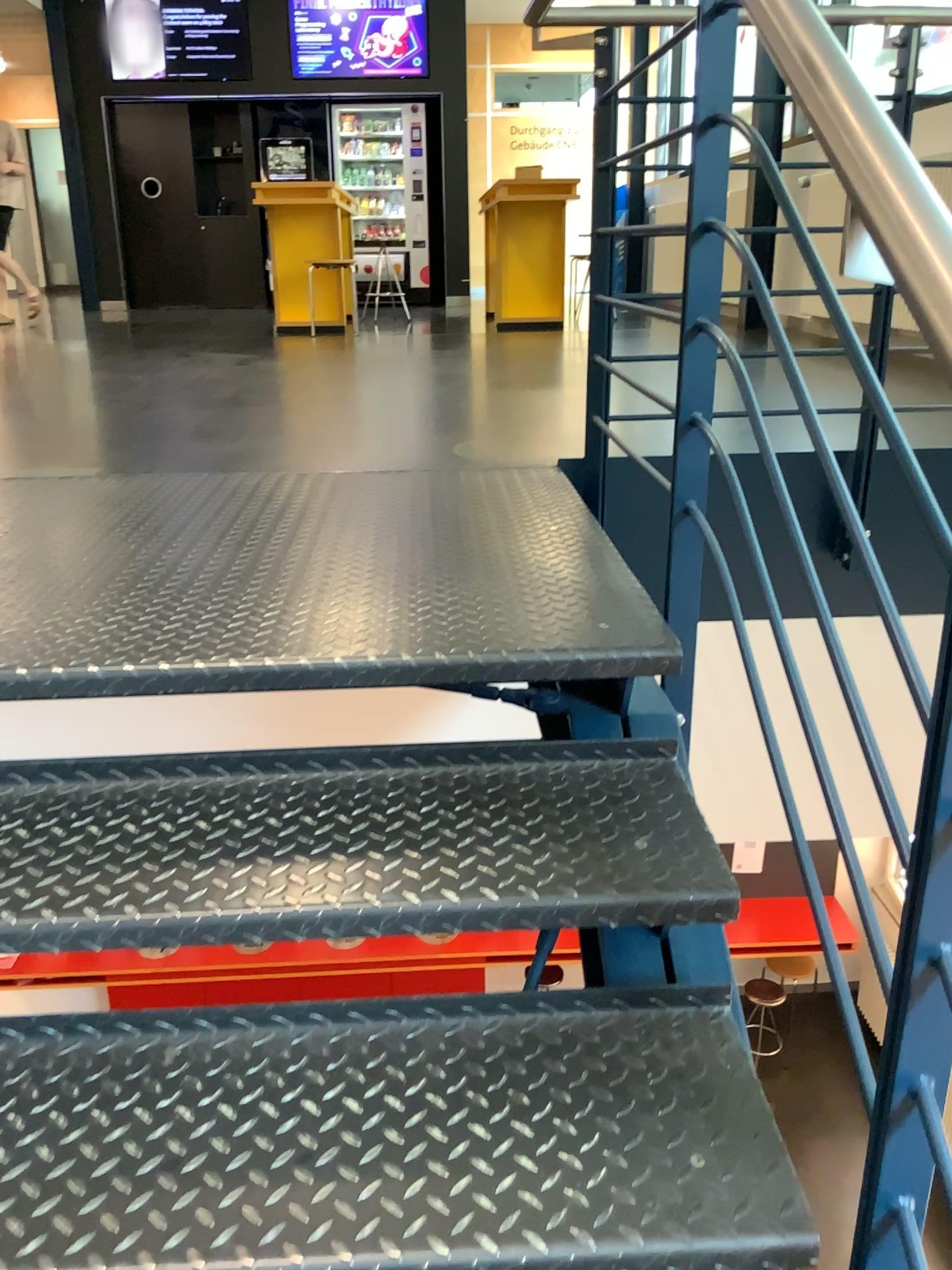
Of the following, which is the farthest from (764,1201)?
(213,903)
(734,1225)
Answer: (213,903)

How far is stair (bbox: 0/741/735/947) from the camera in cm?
118

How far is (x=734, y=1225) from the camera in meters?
1.0 m

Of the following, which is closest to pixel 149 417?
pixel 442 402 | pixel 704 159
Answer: pixel 442 402

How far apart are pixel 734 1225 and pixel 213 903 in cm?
62

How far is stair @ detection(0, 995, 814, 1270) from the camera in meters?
1.0
